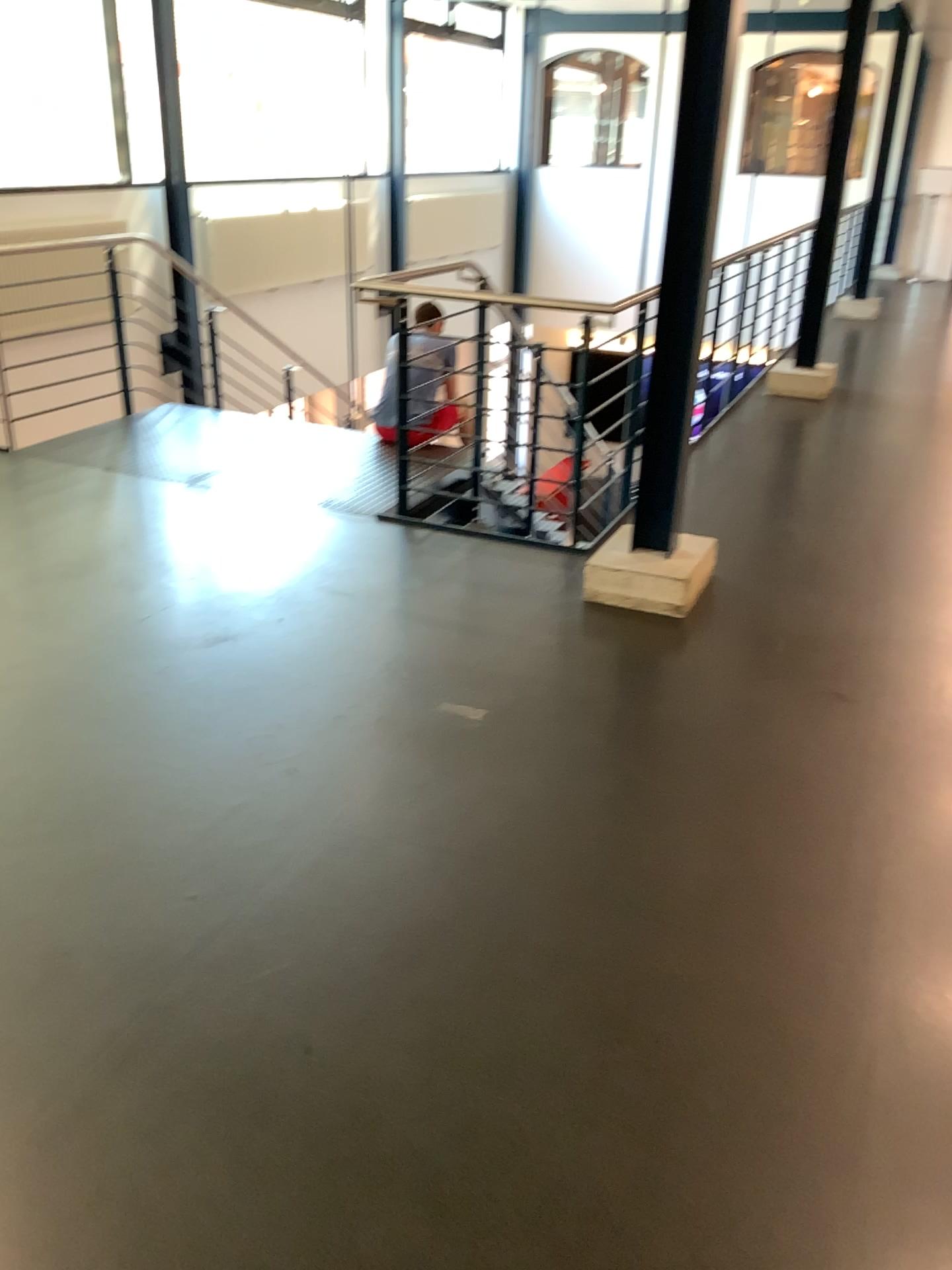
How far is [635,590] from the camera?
3.8 meters

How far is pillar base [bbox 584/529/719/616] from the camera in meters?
3.8

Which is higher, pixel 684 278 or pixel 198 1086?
pixel 684 278
